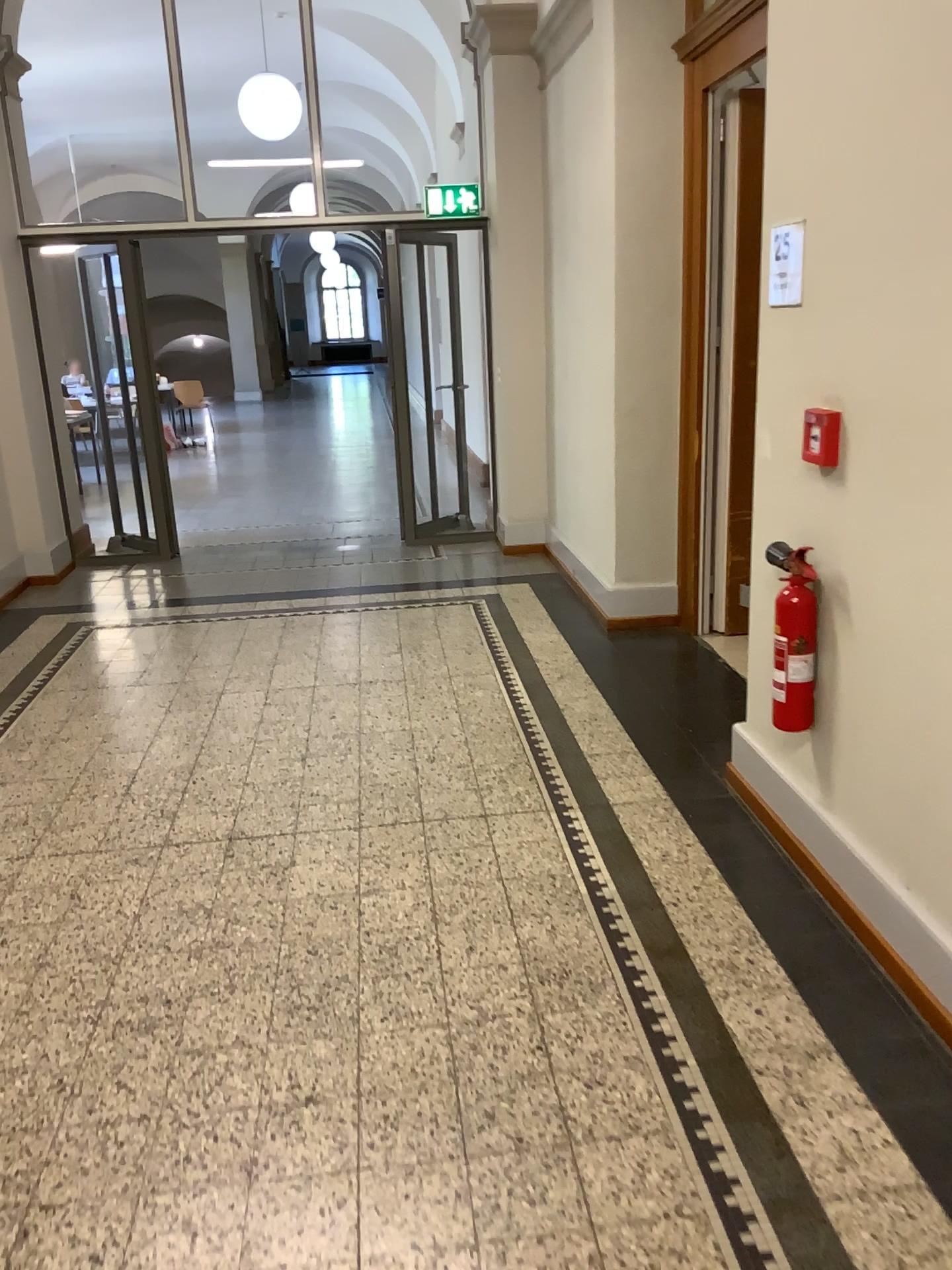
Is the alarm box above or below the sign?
below

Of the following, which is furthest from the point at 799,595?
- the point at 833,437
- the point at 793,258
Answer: the point at 793,258

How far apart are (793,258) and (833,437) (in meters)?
0.51

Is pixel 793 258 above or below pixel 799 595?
above

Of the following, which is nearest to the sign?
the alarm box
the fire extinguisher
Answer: the alarm box

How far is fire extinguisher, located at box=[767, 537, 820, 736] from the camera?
2.80m

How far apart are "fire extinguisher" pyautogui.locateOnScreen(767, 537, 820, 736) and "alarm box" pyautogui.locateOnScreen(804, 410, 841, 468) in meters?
0.3 m

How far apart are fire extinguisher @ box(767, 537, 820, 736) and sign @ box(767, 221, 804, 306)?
0.68m

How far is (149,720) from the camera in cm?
430

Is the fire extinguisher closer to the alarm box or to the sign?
the alarm box
